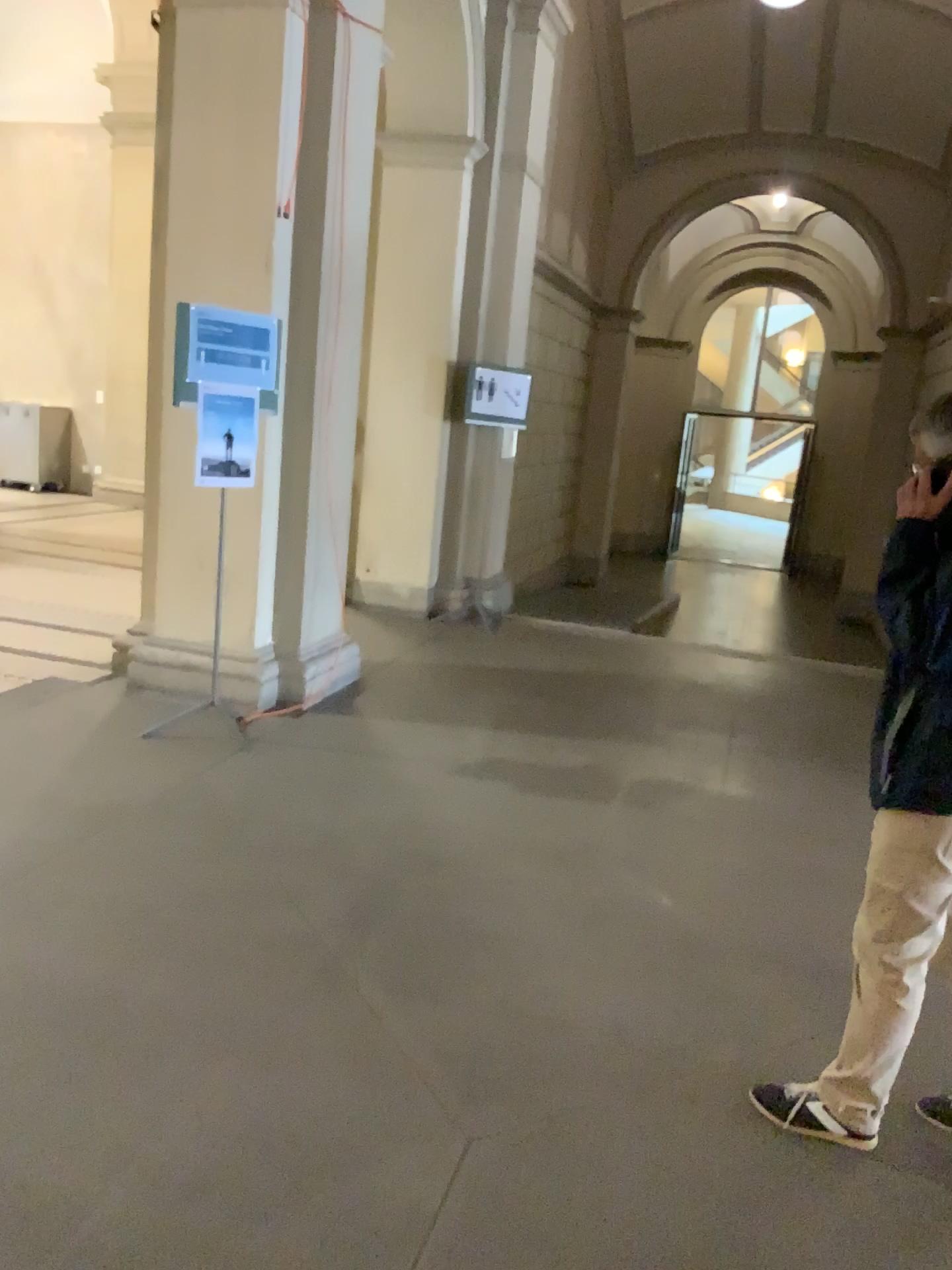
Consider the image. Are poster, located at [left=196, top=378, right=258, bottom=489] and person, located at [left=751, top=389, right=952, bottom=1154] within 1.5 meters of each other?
no

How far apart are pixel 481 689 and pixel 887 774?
3.6m

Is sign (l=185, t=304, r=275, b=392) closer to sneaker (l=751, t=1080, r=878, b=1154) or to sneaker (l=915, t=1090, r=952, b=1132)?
sneaker (l=751, t=1080, r=878, b=1154)

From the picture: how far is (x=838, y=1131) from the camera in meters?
2.4 m

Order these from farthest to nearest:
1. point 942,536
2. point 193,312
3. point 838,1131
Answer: point 193,312, point 838,1131, point 942,536

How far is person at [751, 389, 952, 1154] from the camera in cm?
208

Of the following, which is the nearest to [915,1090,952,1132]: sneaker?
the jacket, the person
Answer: the person

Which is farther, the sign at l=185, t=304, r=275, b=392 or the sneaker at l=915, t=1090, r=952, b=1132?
the sign at l=185, t=304, r=275, b=392

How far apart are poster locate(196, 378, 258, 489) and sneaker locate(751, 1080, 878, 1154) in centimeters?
312cm

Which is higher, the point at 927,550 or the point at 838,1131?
the point at 927,550
